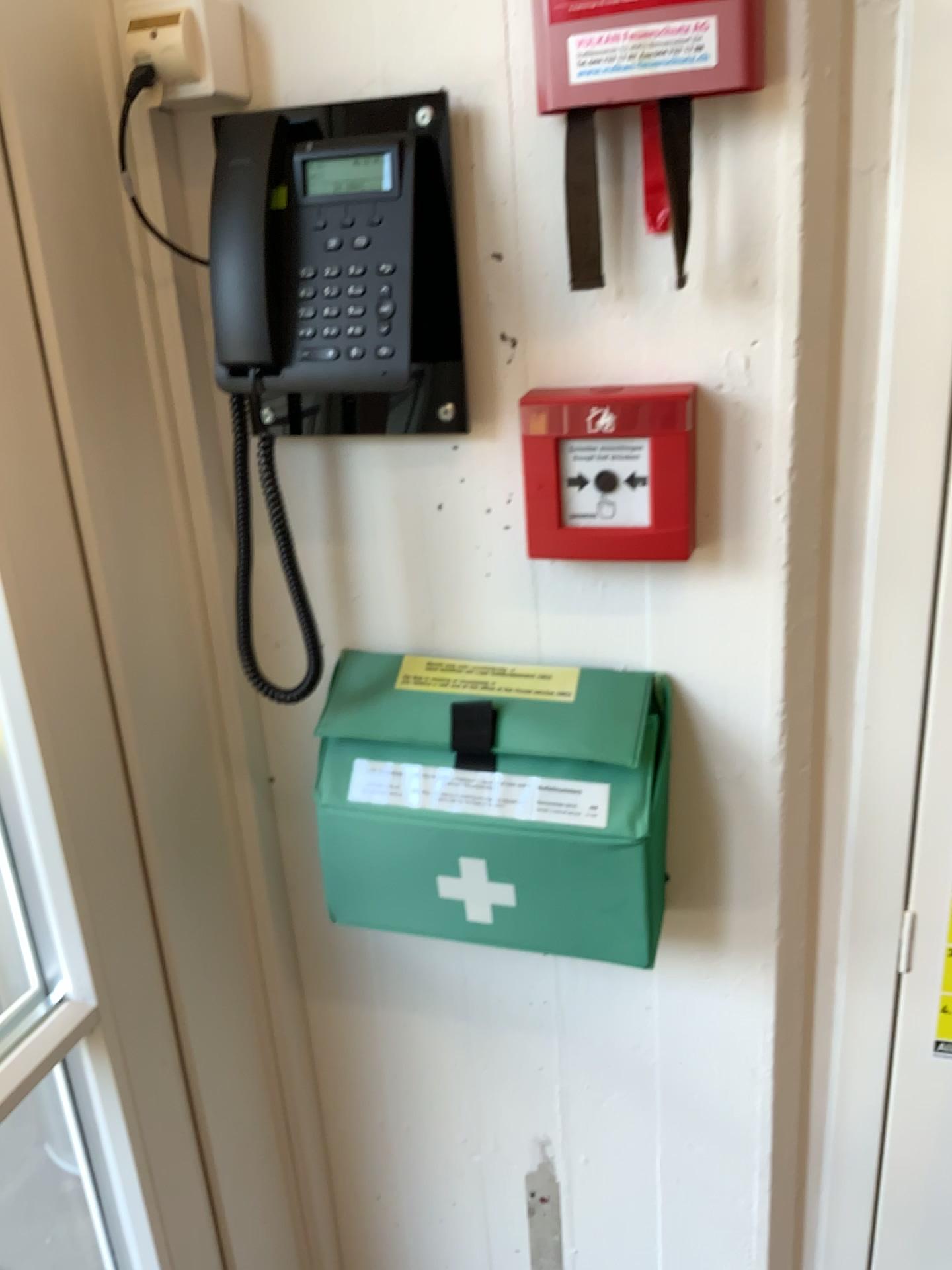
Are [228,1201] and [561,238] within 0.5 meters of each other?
no

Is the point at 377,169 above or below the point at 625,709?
above

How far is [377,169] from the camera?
0.8m

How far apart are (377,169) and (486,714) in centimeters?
44cm

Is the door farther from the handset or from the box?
the handset

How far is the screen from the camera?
0.8m

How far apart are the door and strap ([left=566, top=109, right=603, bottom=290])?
0.38m

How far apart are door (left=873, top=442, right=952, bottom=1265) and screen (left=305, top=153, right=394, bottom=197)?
0.5 meters

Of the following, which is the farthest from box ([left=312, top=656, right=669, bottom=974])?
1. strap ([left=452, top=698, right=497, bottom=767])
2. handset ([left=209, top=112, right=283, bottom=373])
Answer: handset ([left=209, top=112, right=283, bottom=373])

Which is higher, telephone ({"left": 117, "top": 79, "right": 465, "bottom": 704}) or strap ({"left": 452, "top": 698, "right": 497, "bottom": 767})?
telephone ({"left": 117, "top": 79, "right": 465, "bottom": 704})
